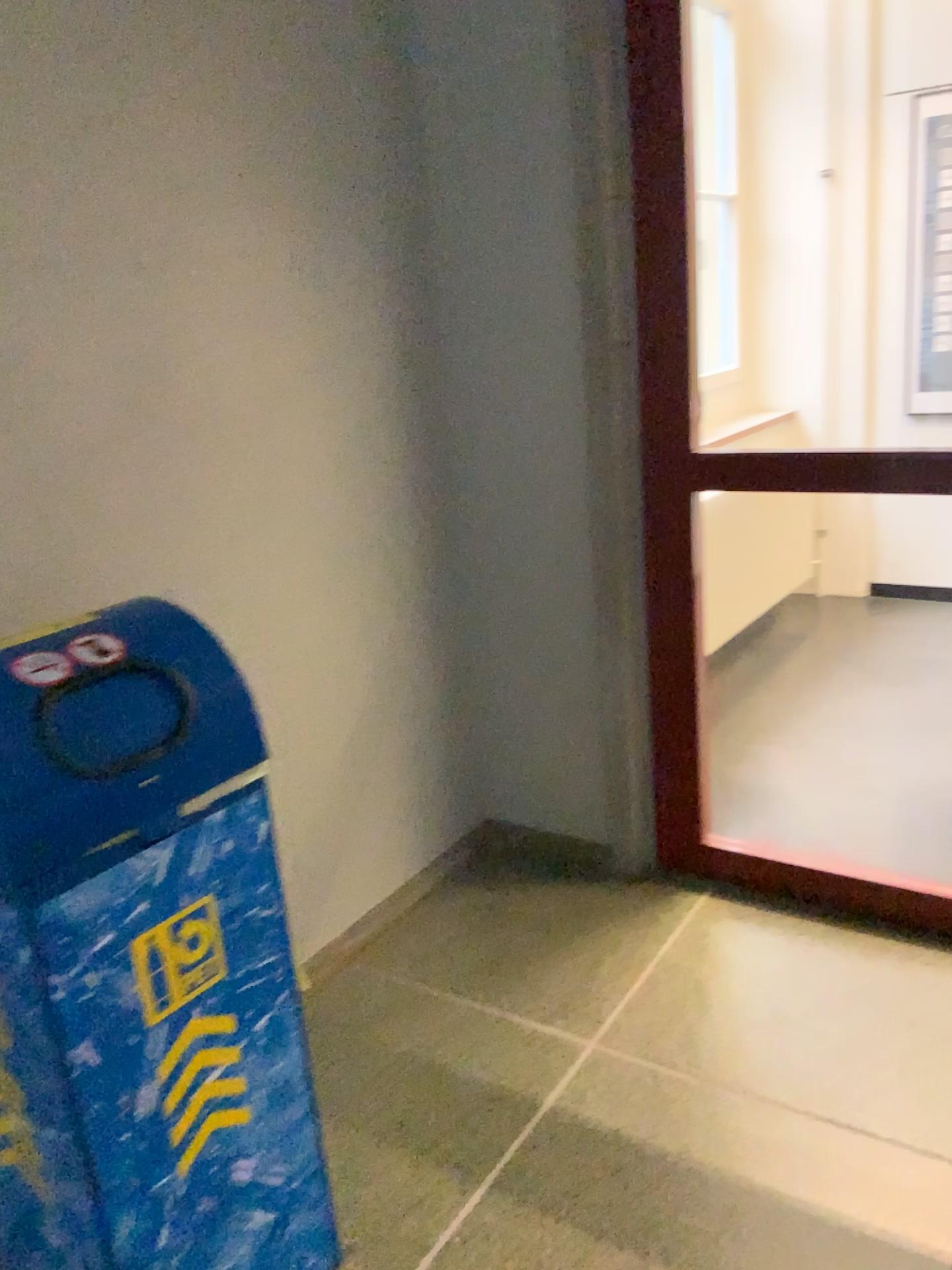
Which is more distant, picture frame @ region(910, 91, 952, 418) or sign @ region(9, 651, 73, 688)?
picture frame @ region(910, 91, 952, 418)

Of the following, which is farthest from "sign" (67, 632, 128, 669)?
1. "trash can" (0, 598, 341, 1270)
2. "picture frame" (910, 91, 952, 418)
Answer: "picture frame" (910, 91, 952, 418)

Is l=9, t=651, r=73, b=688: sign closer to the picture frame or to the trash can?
the trash can

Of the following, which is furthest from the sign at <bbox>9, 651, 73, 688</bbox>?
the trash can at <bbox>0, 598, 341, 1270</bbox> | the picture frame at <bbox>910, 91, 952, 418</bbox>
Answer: the picture frame at <bbox>910, 91, 952, 418</bbox>

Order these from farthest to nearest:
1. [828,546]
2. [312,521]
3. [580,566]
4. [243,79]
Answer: [828,546]
[580,566]
[312,521]
[243,79]

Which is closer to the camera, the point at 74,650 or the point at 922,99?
the point at 74,650

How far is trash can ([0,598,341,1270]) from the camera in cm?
122

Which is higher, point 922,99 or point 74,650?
point 922,99

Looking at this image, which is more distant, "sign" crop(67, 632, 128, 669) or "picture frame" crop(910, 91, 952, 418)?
"picture frame" crop(910, 91, 952, 418)

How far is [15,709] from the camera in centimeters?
122cm
